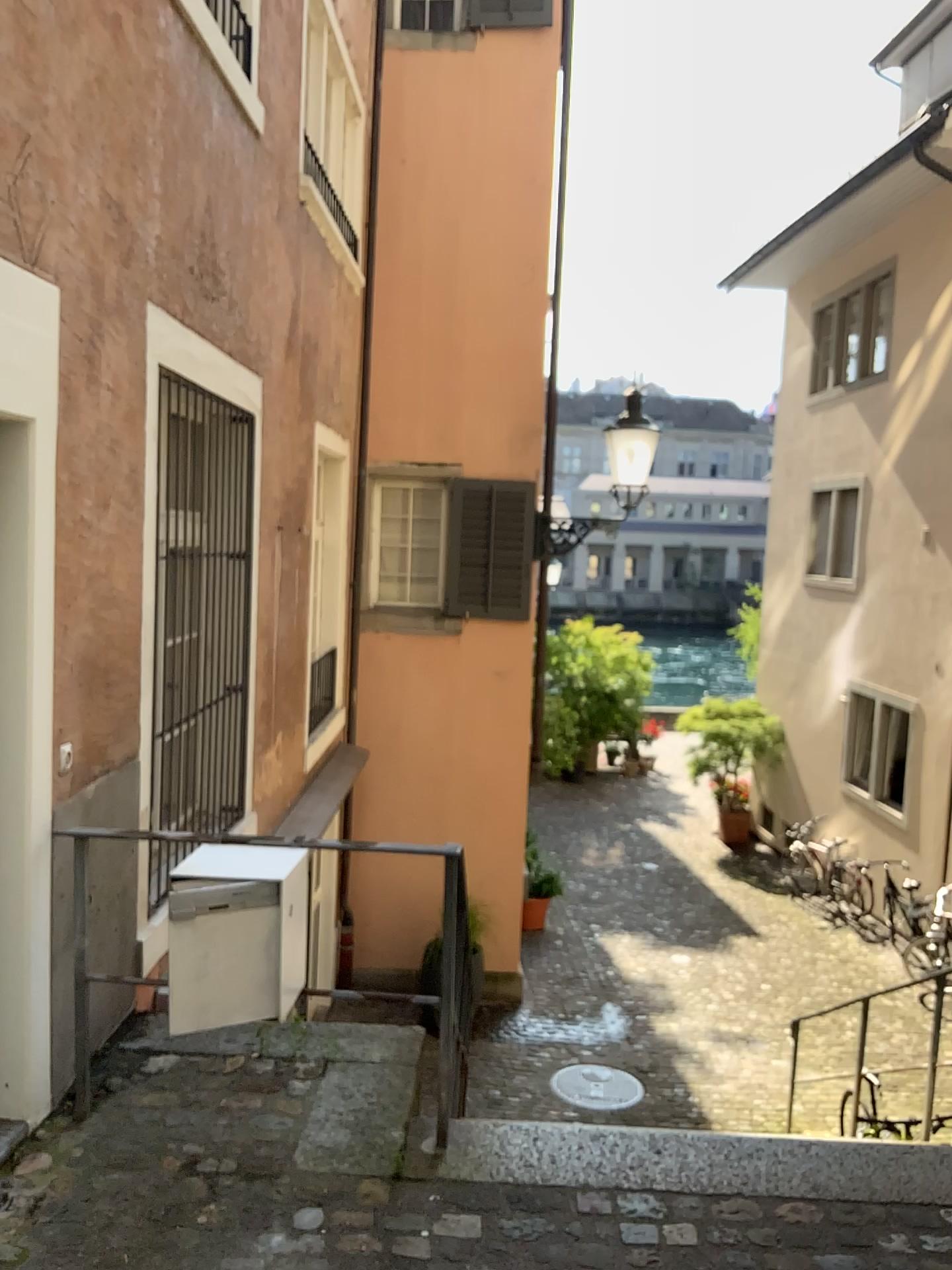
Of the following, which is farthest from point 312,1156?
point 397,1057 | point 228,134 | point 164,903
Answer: point 228,134
